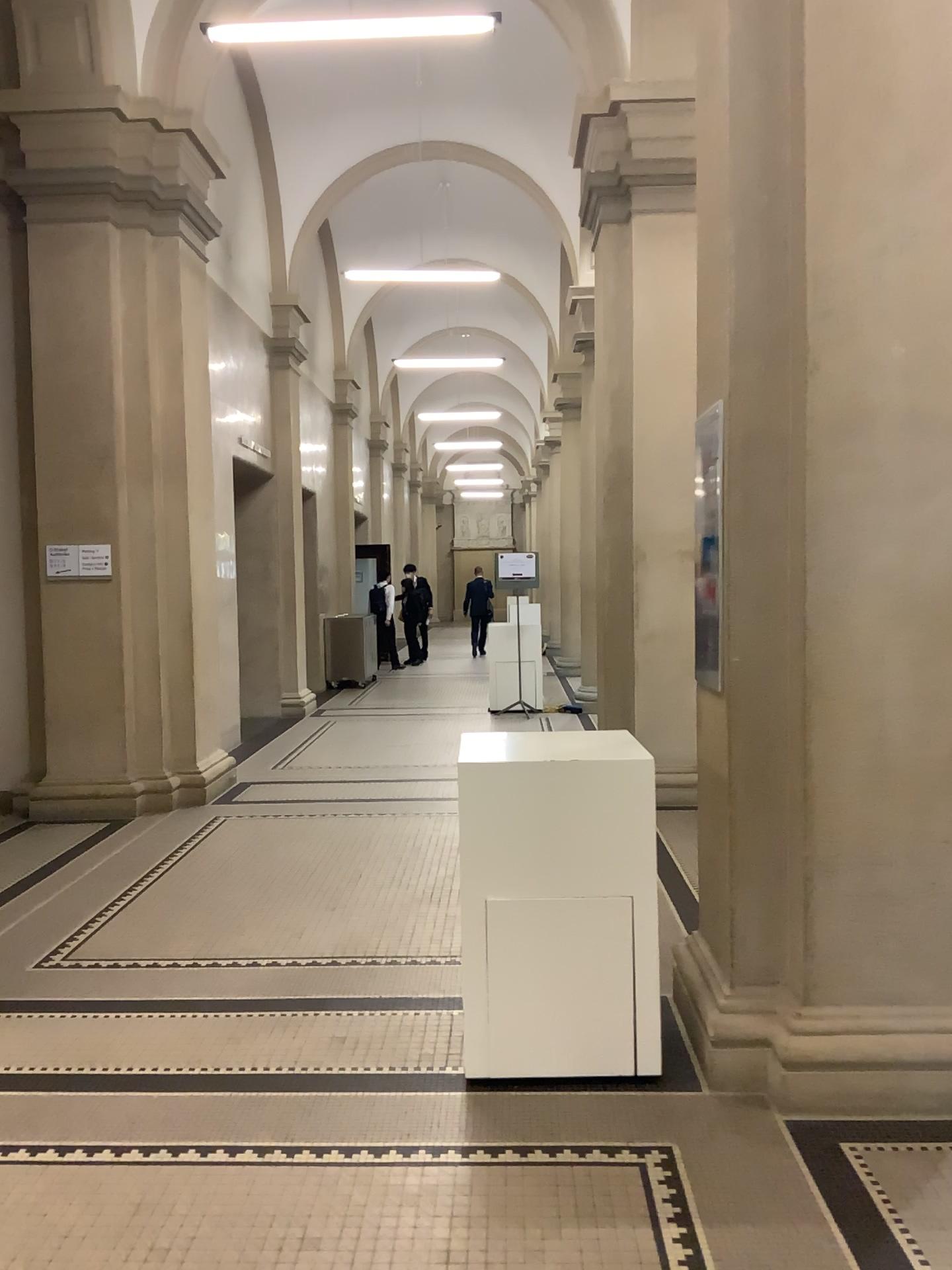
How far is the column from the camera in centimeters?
297cm

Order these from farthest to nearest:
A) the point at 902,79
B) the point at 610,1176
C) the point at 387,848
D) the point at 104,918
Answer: the point at 387,848
the point at 104,918
the point at 902,79
the point at 610,1176

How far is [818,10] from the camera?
2.97m
